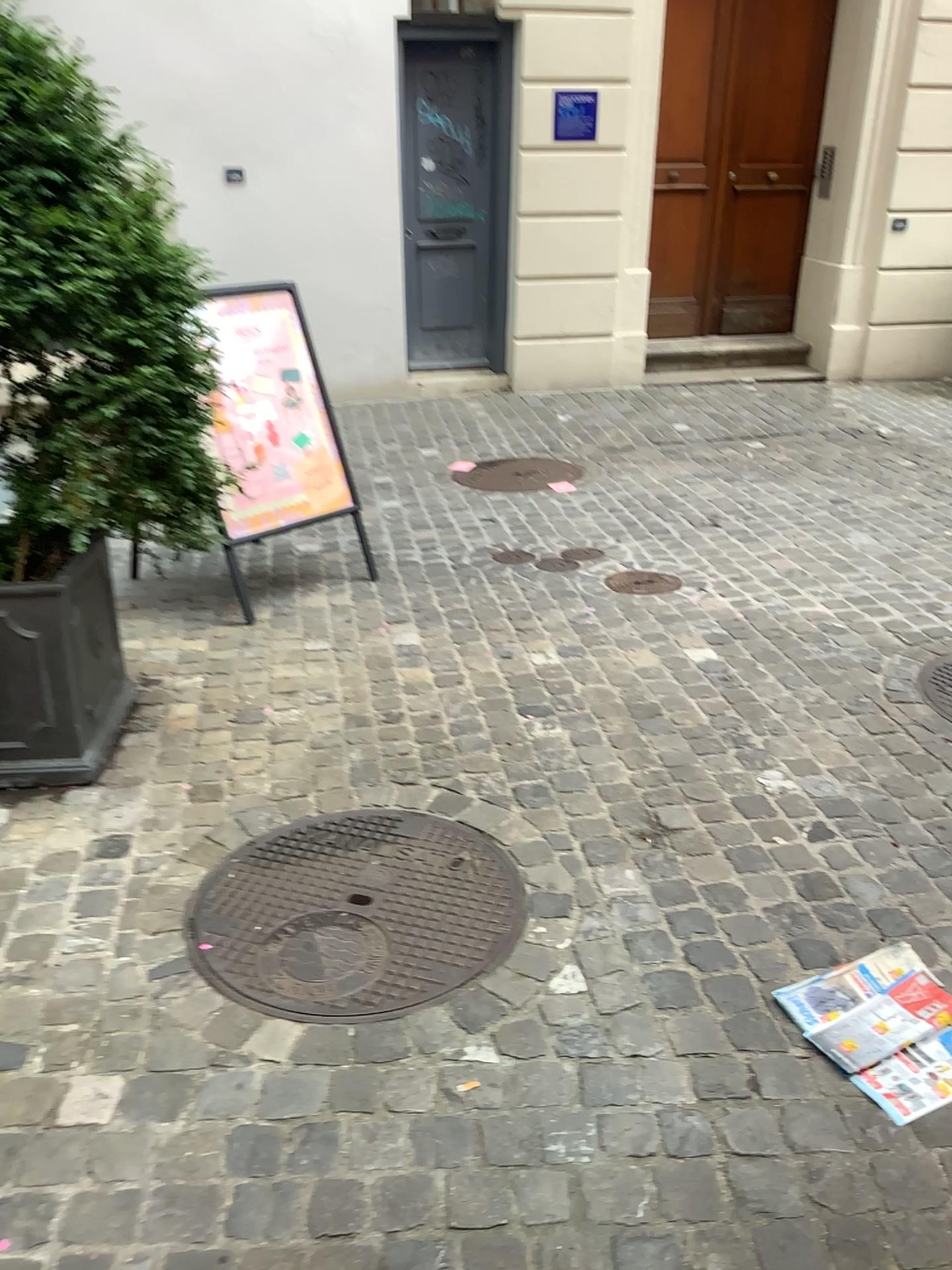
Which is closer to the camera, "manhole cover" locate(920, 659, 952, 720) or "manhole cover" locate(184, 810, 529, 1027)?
"manhole cover" locate(184, 810, 529, 1027)

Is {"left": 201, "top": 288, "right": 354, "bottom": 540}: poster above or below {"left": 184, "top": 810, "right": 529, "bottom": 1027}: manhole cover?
above

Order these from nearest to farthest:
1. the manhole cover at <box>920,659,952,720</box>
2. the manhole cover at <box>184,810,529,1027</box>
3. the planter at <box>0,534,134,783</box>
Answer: the manhole cover at <box>184,810,529,1027</box> → the planter at <box>0,534,134,783</box> → the manhole cover at <box>920,659,952,720</box>

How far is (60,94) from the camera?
2.35m

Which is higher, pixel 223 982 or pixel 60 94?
pixel 60 94

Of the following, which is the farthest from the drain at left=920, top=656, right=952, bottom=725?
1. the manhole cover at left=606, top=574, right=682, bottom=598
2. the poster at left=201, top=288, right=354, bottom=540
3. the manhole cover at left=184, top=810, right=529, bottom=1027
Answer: the poster at left=201, top=288, right=354, bottom=540

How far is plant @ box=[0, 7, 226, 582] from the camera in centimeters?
235cm

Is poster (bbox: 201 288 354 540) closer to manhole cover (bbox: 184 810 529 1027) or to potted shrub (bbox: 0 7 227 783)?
potted shrub (bbox: 0 7 227 783)

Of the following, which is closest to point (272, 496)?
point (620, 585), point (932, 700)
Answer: point (620, 585)

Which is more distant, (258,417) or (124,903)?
(258,417)
